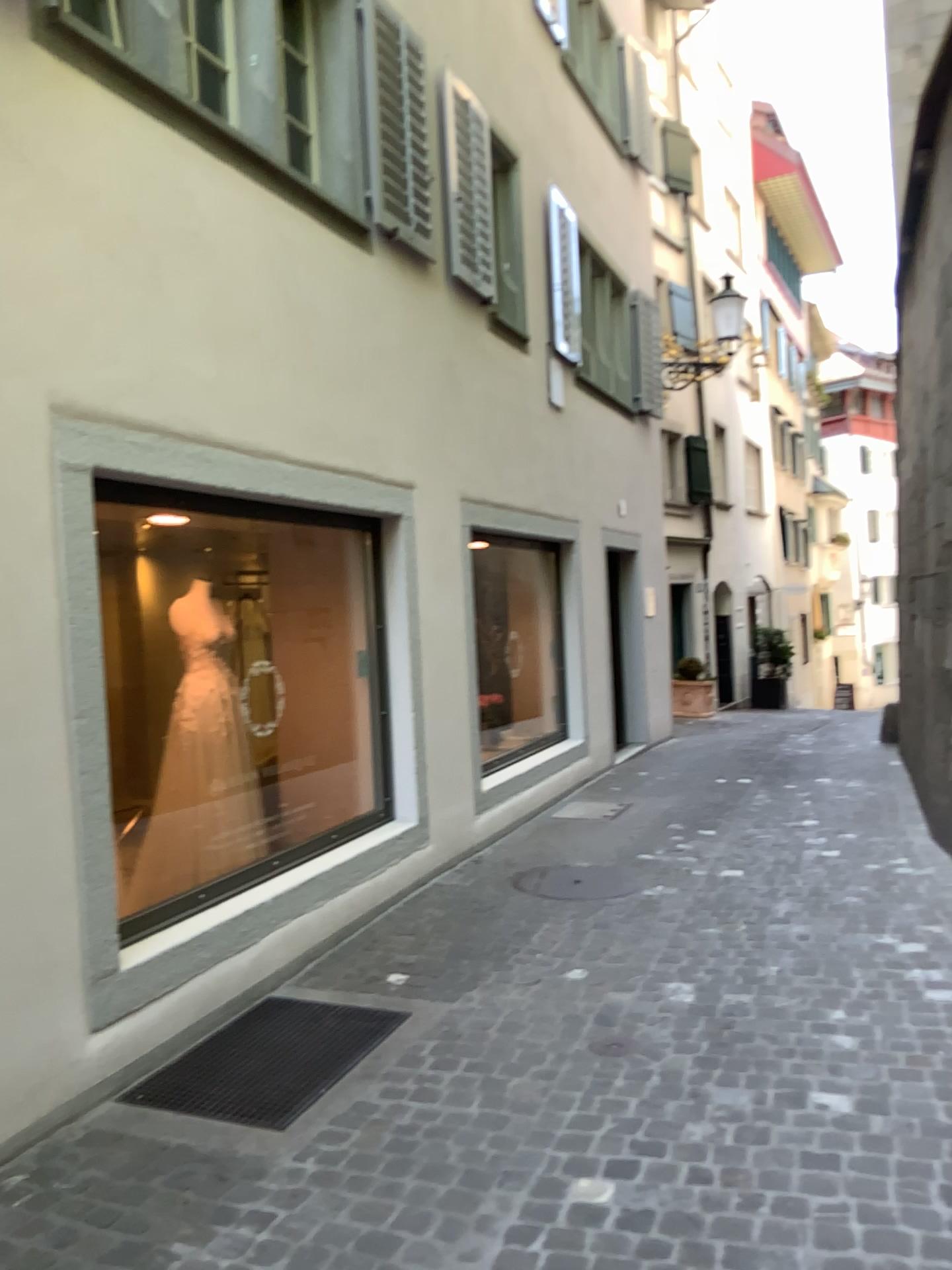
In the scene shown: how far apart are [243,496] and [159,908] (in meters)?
1.67
